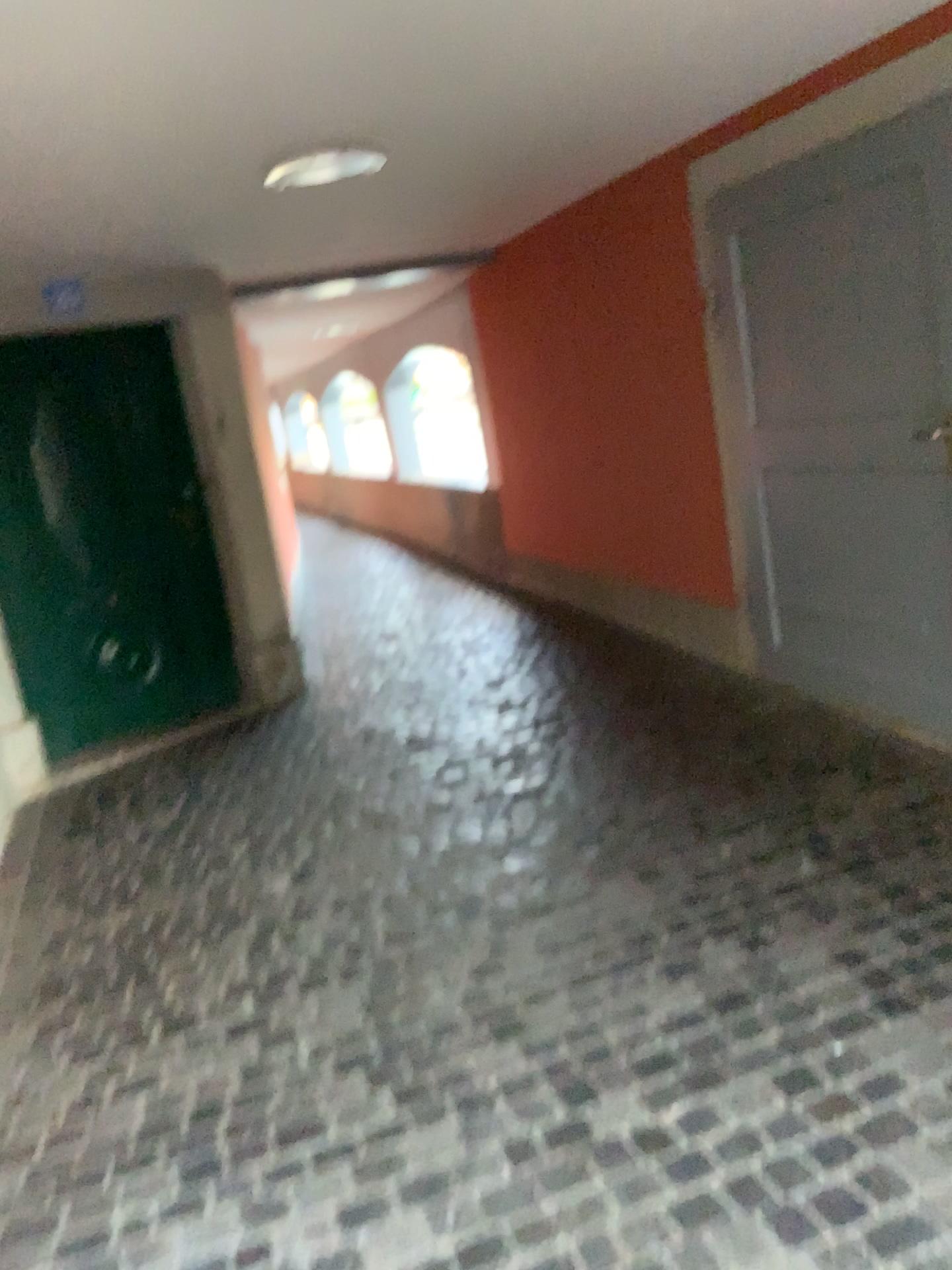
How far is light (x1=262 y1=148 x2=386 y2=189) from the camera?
3.1m

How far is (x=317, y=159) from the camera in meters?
3.1 m

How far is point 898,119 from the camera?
3.00m
